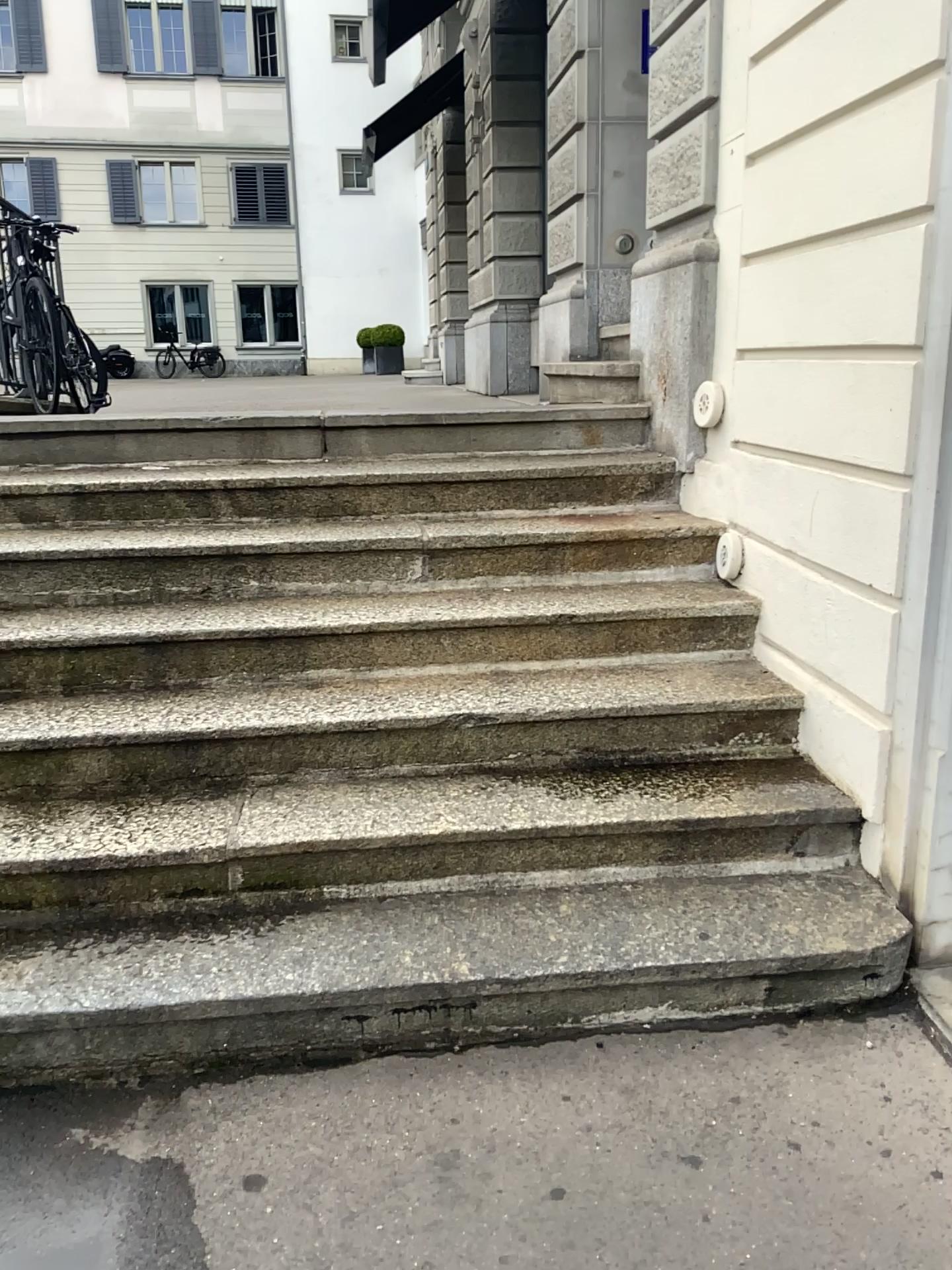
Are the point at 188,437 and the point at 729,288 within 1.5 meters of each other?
no
